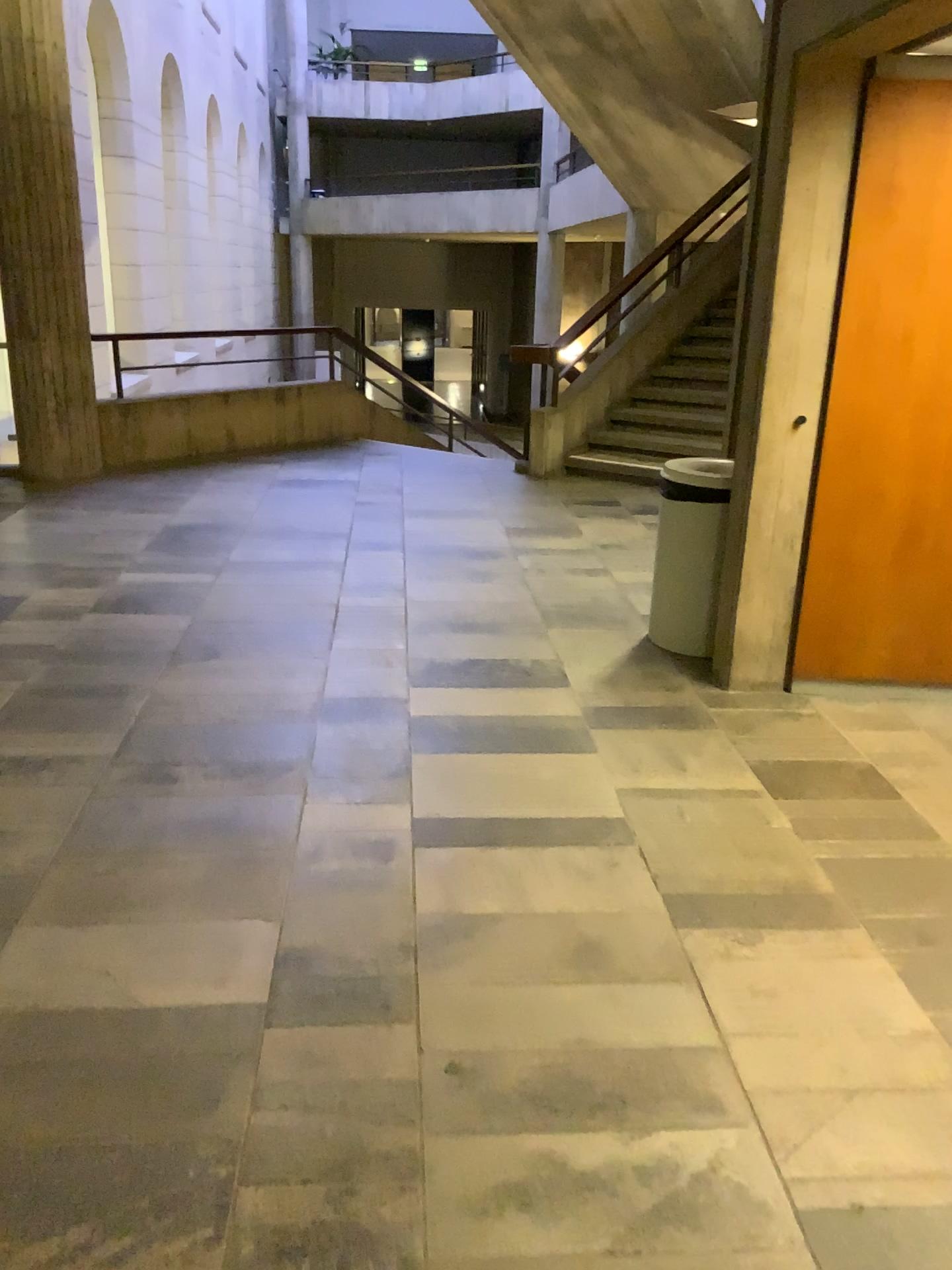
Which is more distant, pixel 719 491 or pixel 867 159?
pixel 719 491

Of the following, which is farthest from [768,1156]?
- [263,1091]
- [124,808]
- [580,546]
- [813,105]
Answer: [580,546]

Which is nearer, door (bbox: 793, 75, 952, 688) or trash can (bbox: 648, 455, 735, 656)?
door (bbox: 793, 75, 952, 688)

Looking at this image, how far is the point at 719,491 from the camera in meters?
4.1

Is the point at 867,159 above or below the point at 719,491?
above

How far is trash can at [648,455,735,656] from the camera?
4.1m
